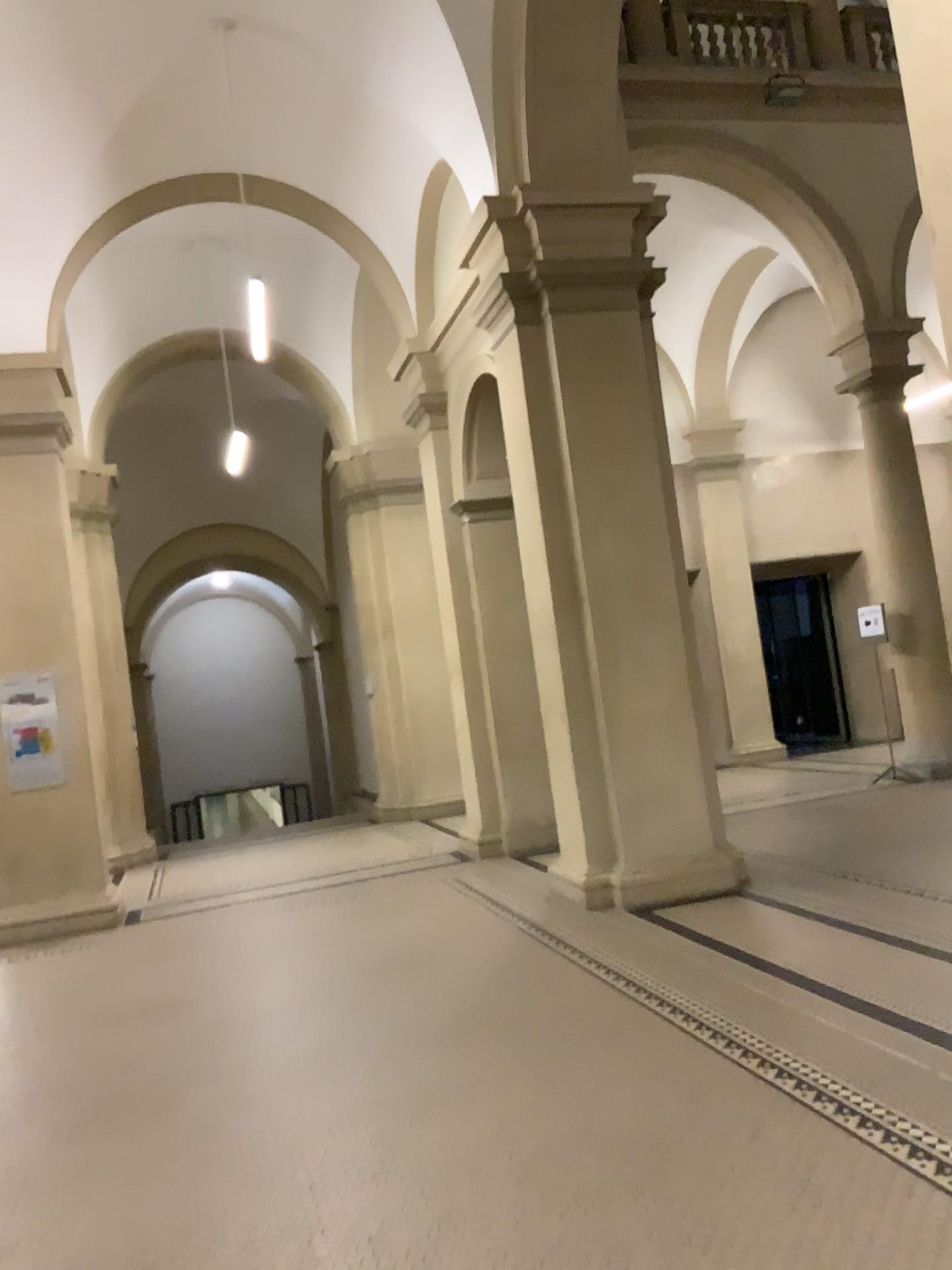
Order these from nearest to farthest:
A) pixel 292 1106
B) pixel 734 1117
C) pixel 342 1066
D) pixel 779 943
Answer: pixel 734 1117
pixel 292 1106
pixel 342 1066
pixel 779 943
